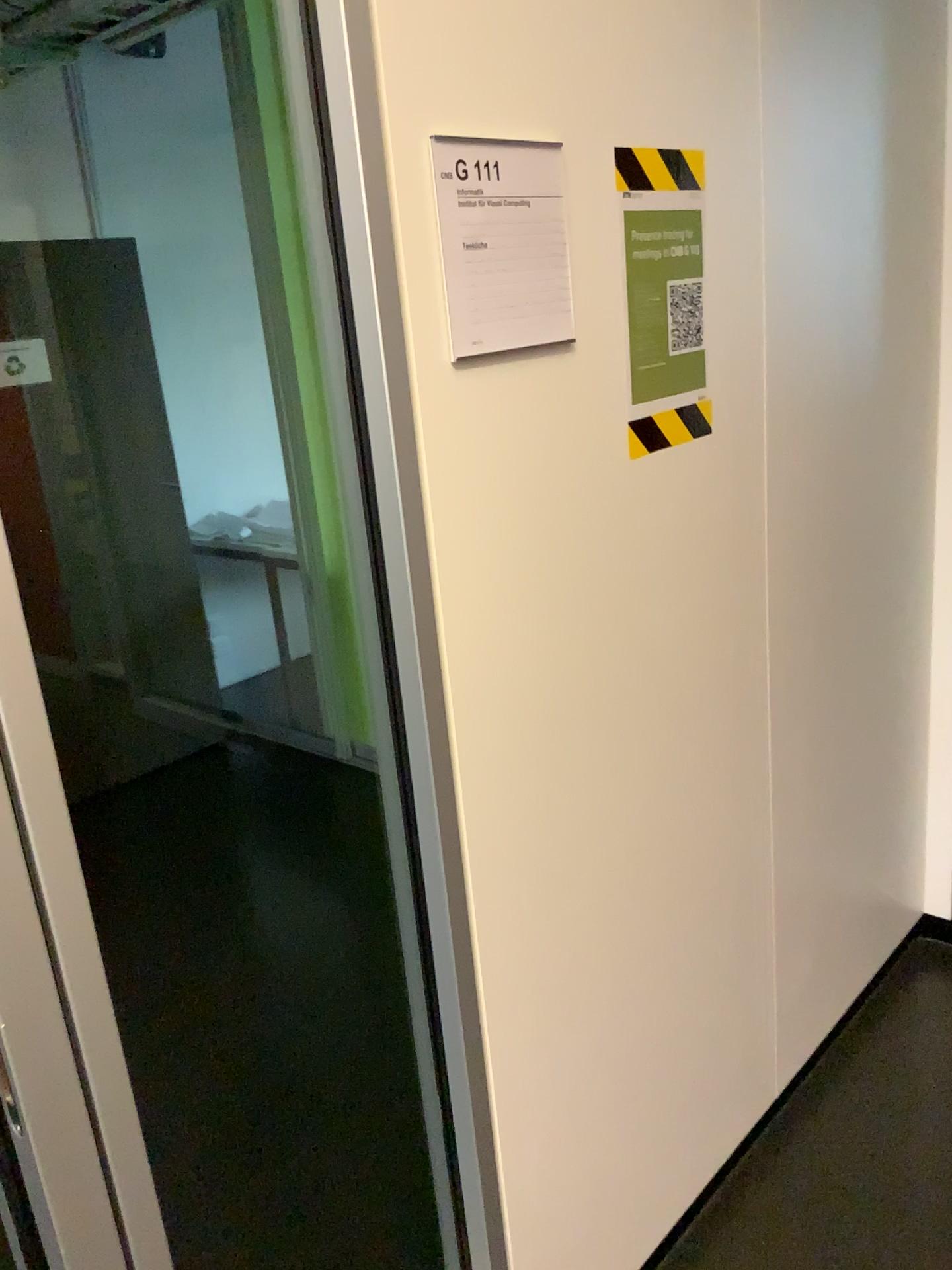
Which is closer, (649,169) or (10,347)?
(649,169)

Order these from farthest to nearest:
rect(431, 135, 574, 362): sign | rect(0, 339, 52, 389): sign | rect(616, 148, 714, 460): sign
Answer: rect(0, 339, 52, 389): sign
rect(616, 148, 714, 460): sign
rect(431, 135, 574, 362): sign

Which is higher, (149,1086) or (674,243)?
(674,243)

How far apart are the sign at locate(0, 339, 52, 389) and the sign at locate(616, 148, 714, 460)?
2.7 meters

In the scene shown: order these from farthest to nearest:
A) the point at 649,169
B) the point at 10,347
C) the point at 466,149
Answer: the point at 10,347 → the point at 649,169 → the point at 466,149

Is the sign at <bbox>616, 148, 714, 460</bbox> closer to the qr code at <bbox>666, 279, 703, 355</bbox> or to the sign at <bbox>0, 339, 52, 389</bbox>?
the qr code at <bbox>666, 279, 703, 355</bbox>

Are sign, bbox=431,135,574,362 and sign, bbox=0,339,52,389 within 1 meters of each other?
no

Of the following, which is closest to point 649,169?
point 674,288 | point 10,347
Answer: point 674,288

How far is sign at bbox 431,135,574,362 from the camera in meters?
1.1

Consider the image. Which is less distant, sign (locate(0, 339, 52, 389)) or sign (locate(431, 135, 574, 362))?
sign (locate(431, 135, 574, 362))
